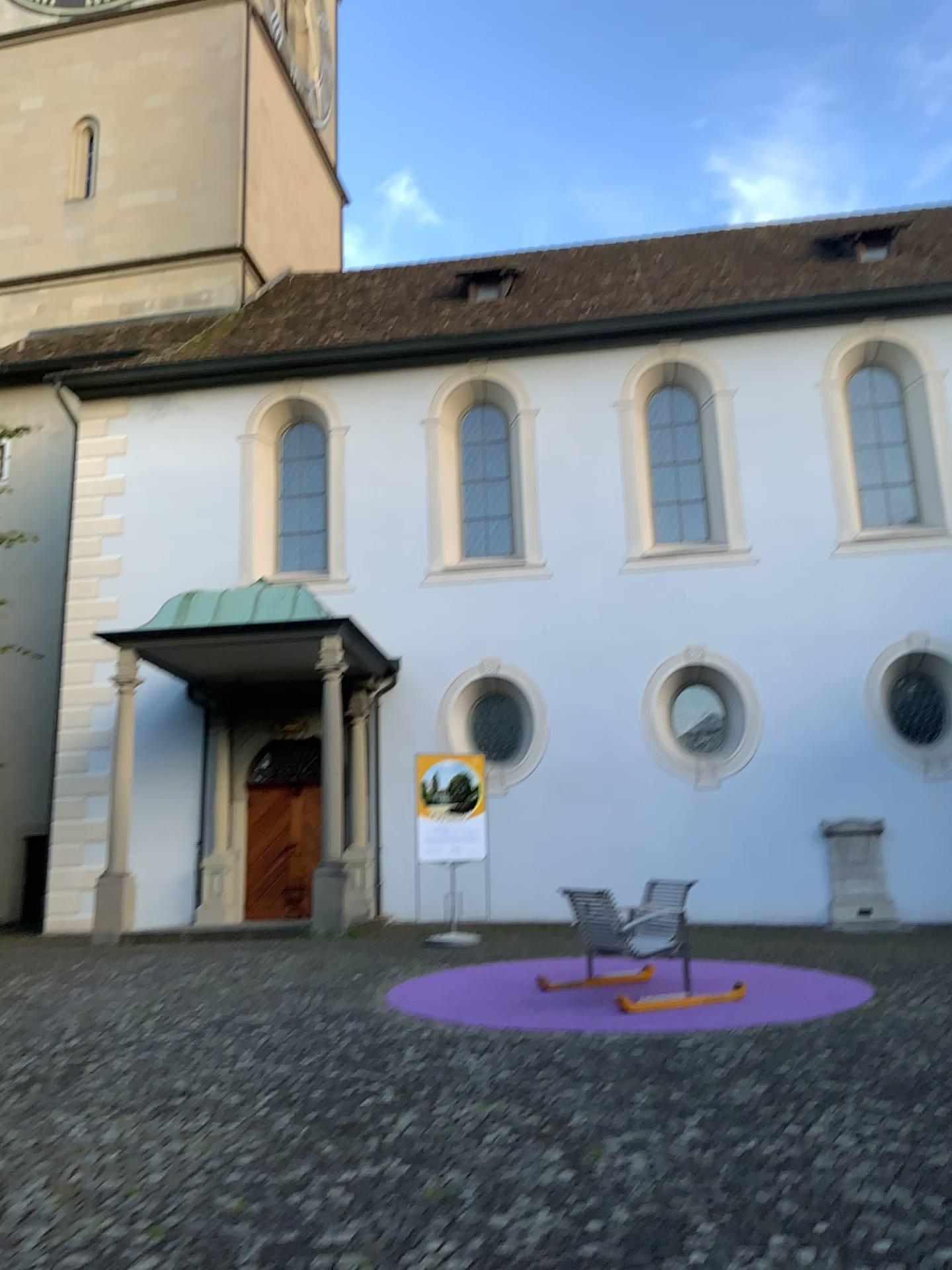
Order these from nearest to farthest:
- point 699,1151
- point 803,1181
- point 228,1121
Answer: point 803,1181 → point 699,1151 → point 228,1121
